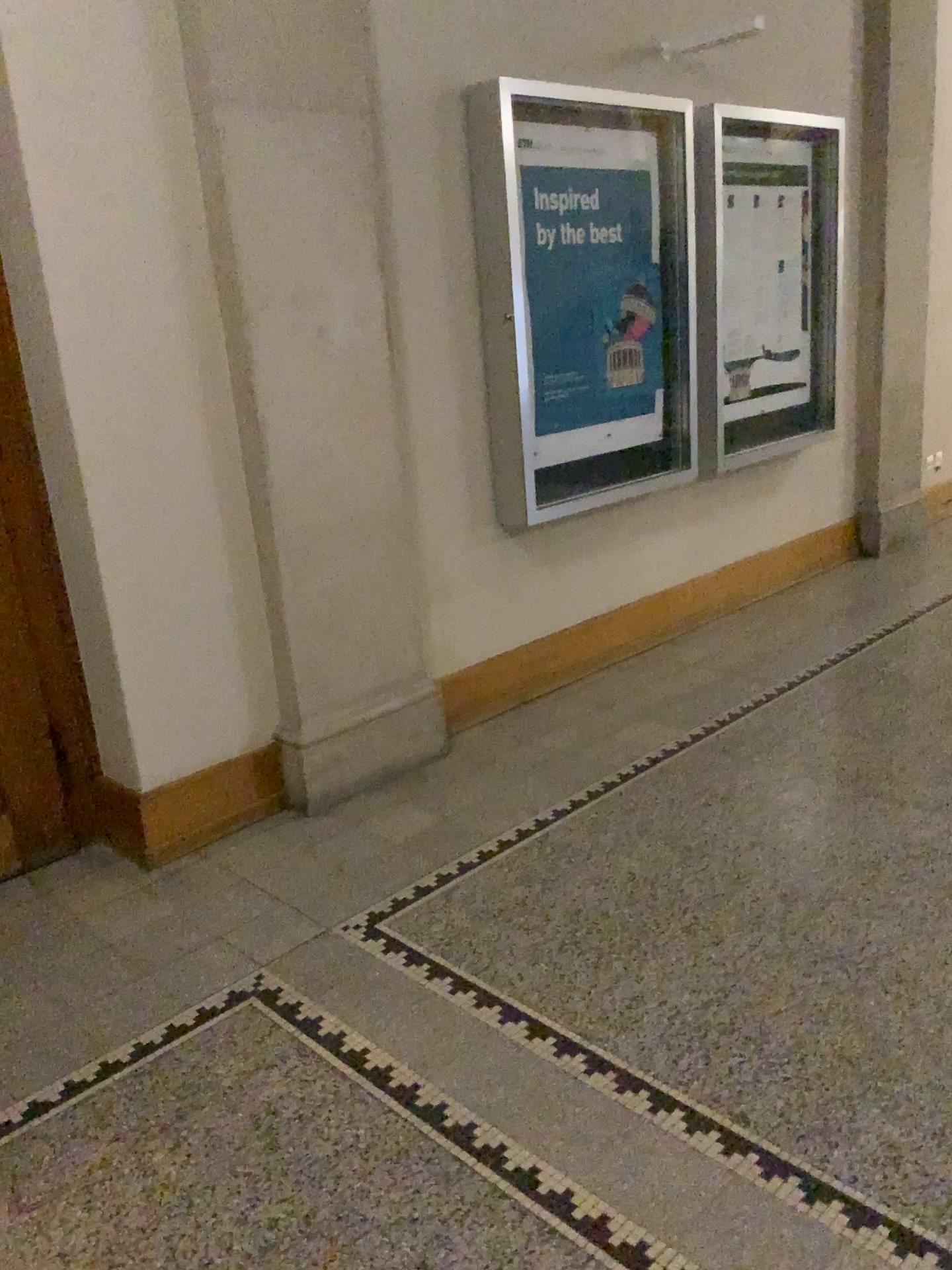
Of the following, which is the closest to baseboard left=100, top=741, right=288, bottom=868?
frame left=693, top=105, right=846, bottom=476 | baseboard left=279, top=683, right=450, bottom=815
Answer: baseboard left=279, top=683, right=450, bottom=815

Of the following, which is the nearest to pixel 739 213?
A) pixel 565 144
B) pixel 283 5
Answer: pixel 565 144

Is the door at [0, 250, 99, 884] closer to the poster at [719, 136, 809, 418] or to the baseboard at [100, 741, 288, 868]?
the baseboard at [100, 741, 288, 868]

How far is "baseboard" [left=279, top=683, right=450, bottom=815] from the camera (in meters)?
3.35

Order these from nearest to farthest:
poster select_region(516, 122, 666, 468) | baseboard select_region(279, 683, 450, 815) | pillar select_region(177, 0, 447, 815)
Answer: pillar select_region(177, 0, 447, 815) → baseboard select_region(279, 683, 450, 815) → poster select_region(516, 122, 666, 468)

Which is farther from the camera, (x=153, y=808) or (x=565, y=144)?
(x=565, y=144)

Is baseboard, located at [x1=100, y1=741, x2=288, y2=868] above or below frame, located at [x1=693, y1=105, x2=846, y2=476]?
below

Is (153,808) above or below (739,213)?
below

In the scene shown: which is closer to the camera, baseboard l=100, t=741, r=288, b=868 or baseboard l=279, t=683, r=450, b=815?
baseboard l=100, t=741, r=288, b=868

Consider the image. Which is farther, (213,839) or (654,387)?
(654,387)
